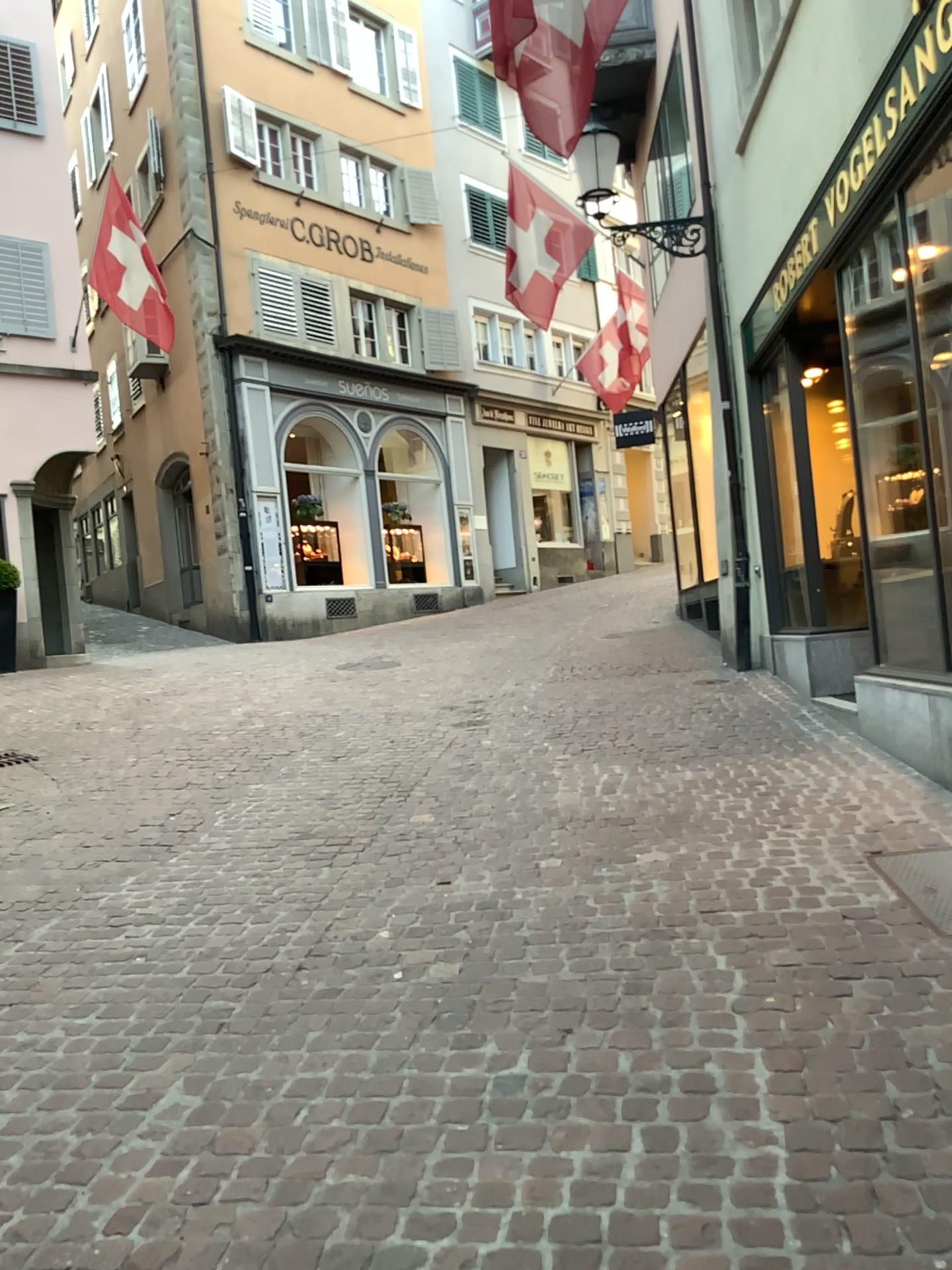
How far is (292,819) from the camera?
5.3 meters
